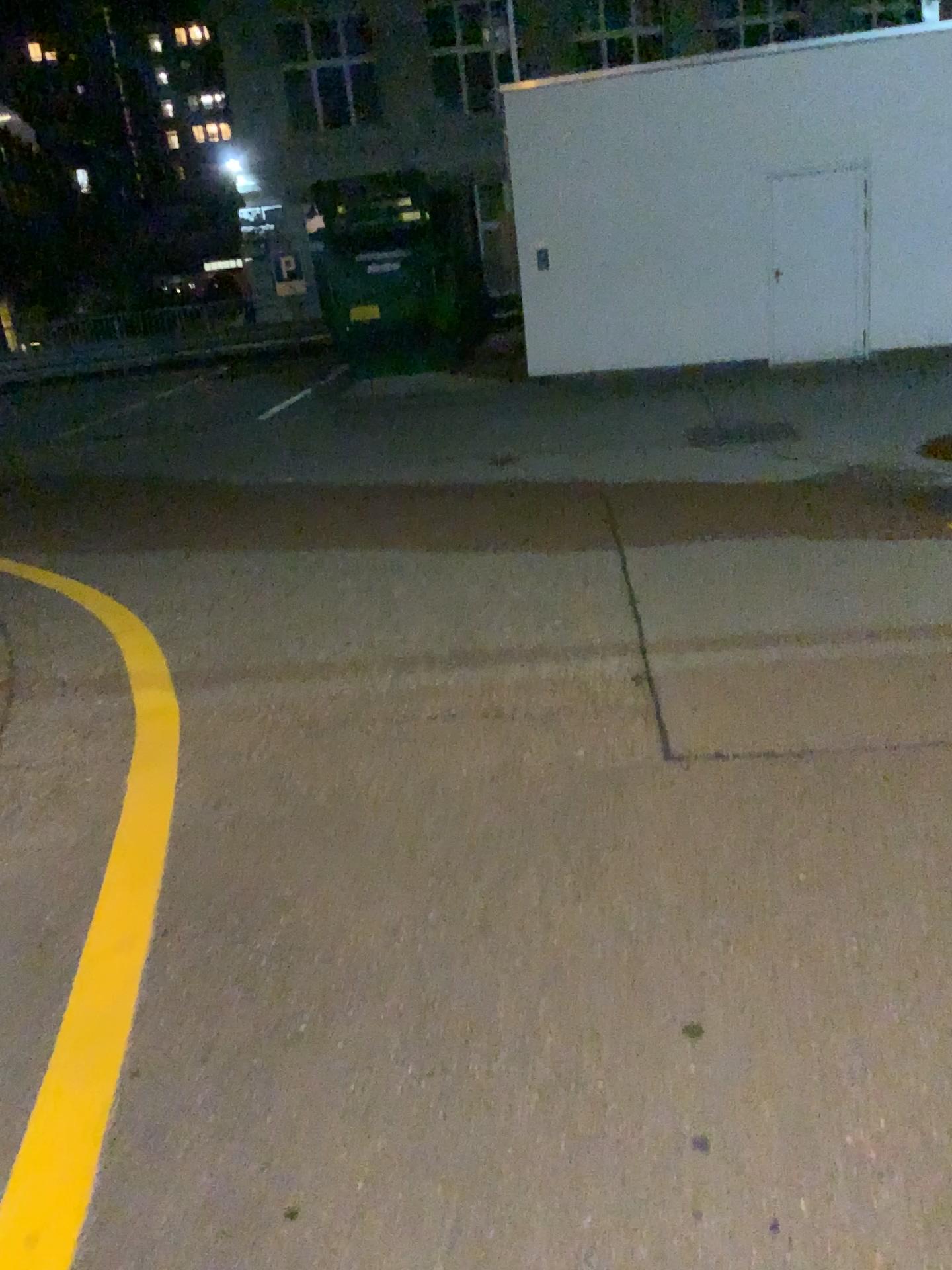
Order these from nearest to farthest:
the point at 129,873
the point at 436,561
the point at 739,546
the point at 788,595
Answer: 1. the point at 129,873
2. the point at 788,595
3. the point at 739,546
4. the point at 436,561
